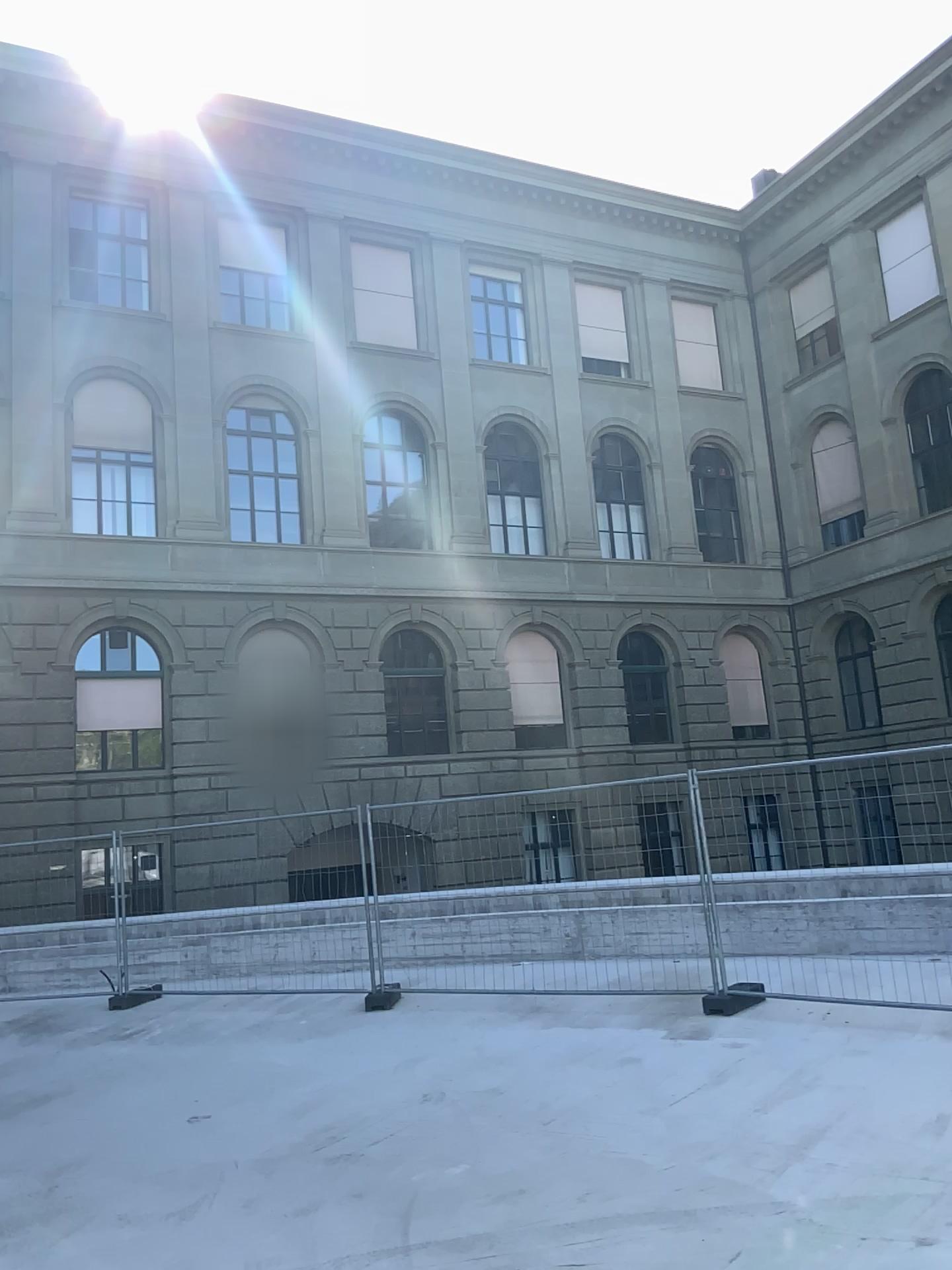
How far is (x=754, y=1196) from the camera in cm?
465
